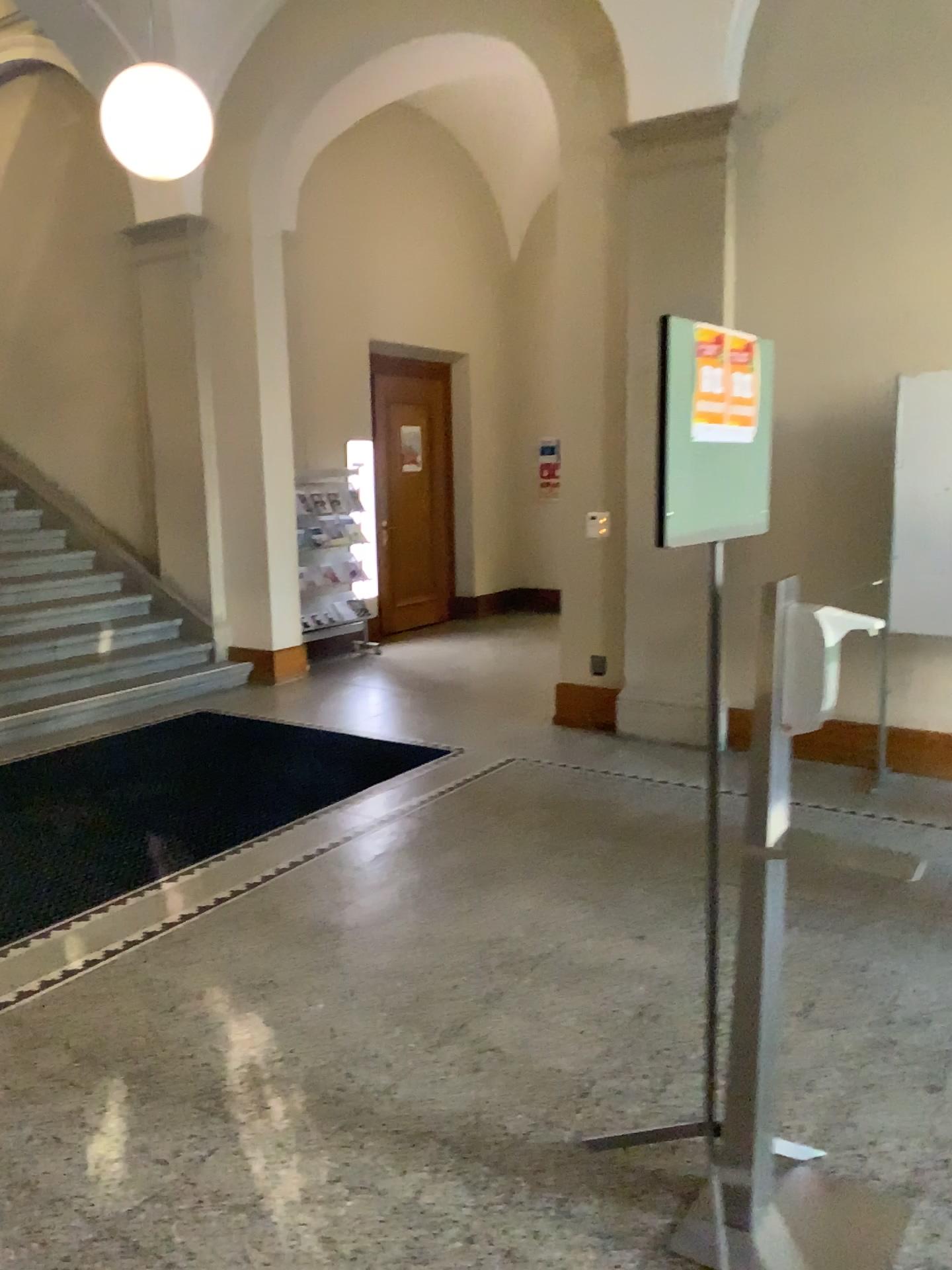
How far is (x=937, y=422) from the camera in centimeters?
467cm

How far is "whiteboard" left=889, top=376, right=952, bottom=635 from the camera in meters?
4.7 m

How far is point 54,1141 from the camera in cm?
246
